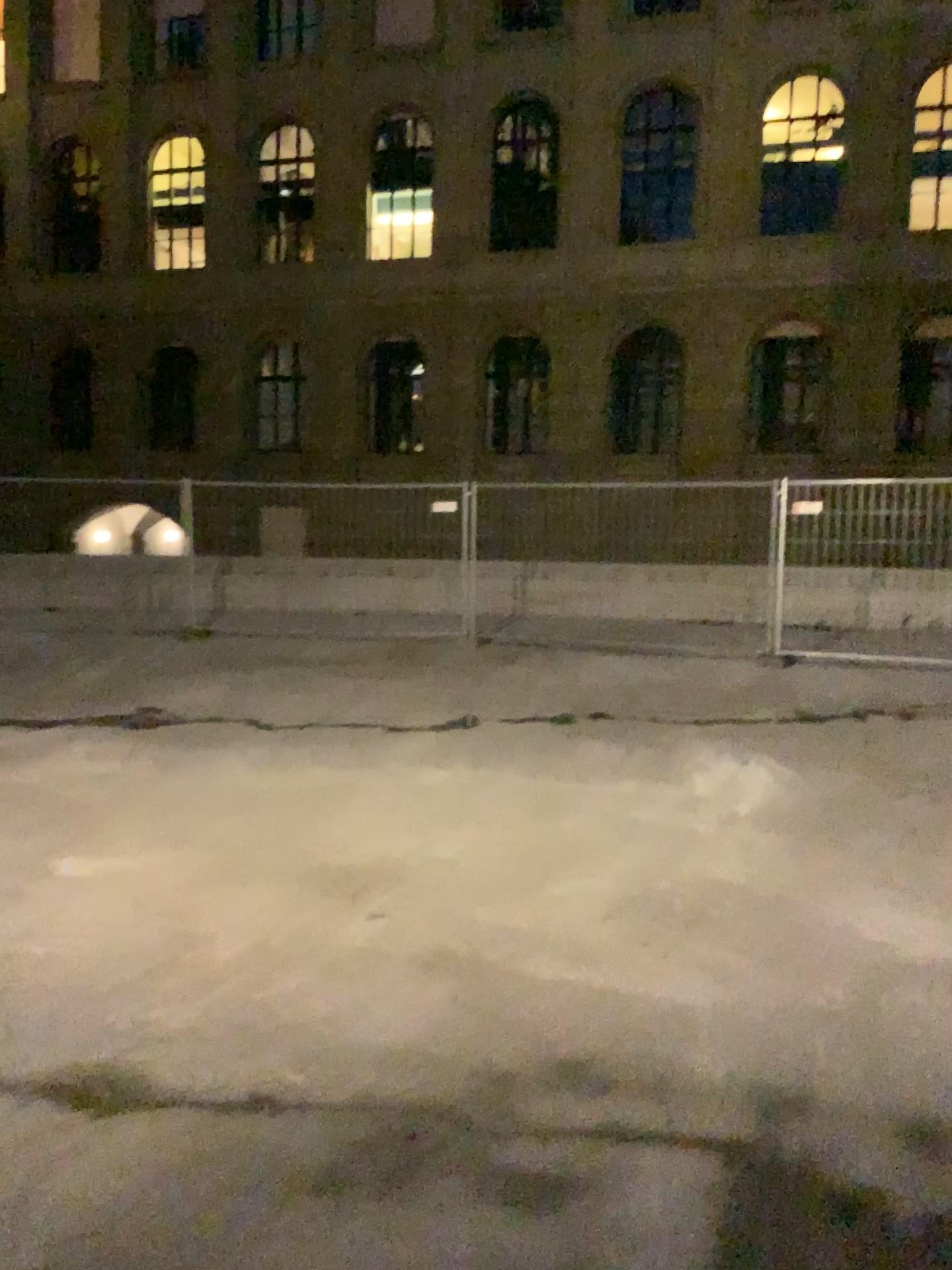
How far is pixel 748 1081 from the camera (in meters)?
2.97
